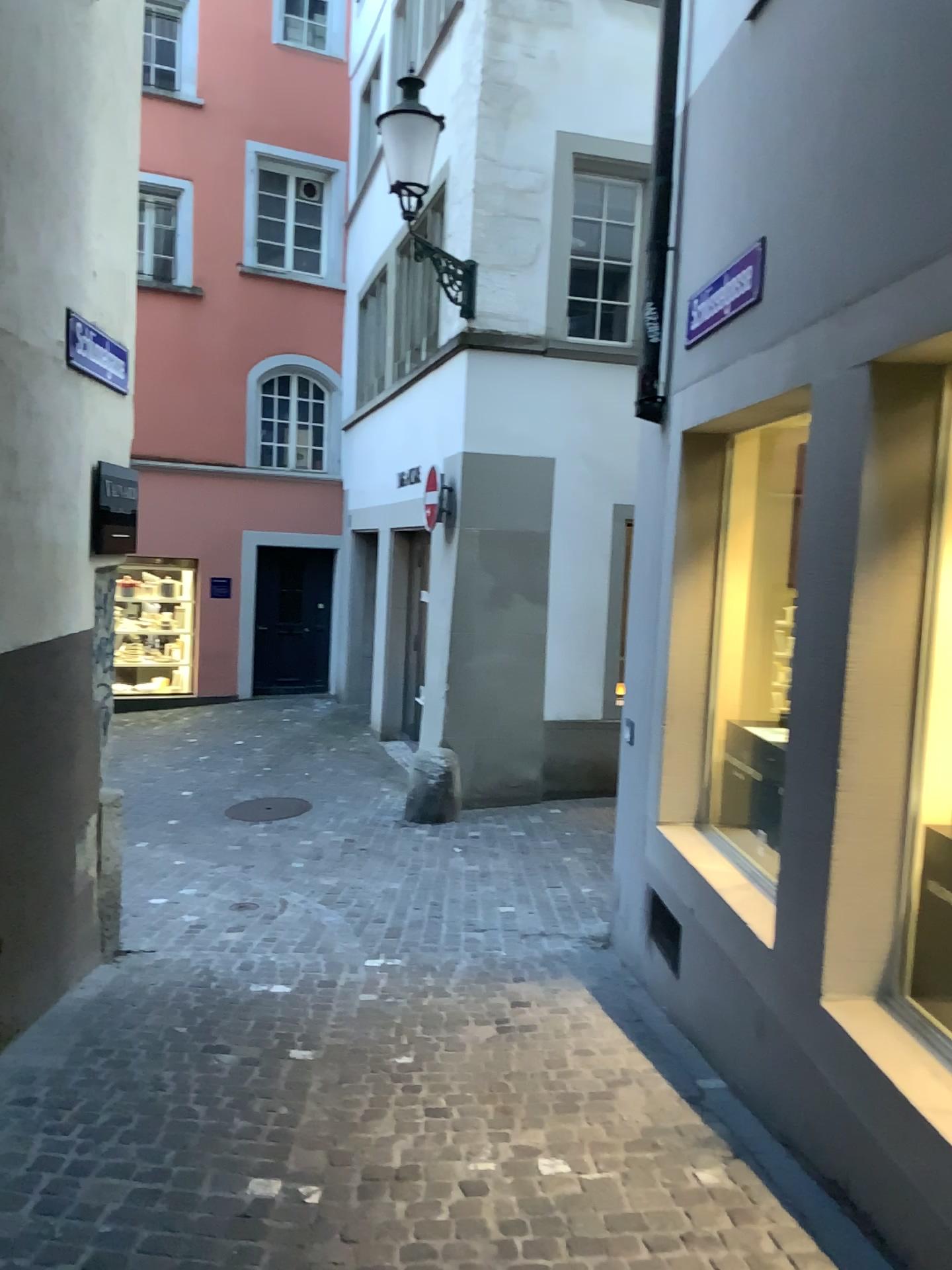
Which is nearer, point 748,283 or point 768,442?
point 748,283

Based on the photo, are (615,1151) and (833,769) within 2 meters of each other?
yes

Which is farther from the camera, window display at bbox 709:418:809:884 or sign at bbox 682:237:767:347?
window display at bbox 709:418:809:884

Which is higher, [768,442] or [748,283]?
[748,283]

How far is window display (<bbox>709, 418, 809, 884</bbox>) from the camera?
4.5 meters

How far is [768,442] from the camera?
4.5m

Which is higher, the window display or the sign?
the sign
